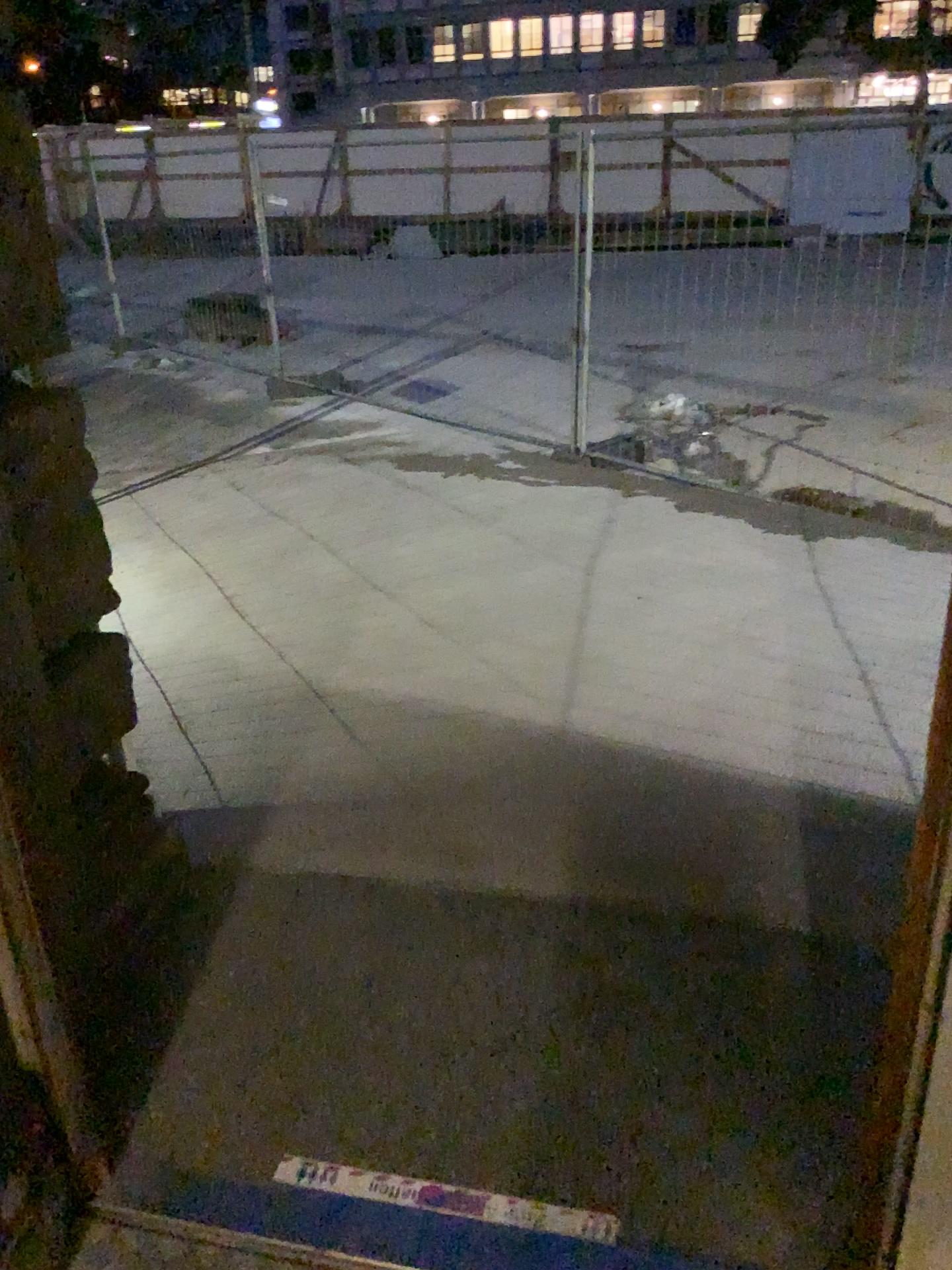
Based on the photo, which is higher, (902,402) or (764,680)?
(902,402)
